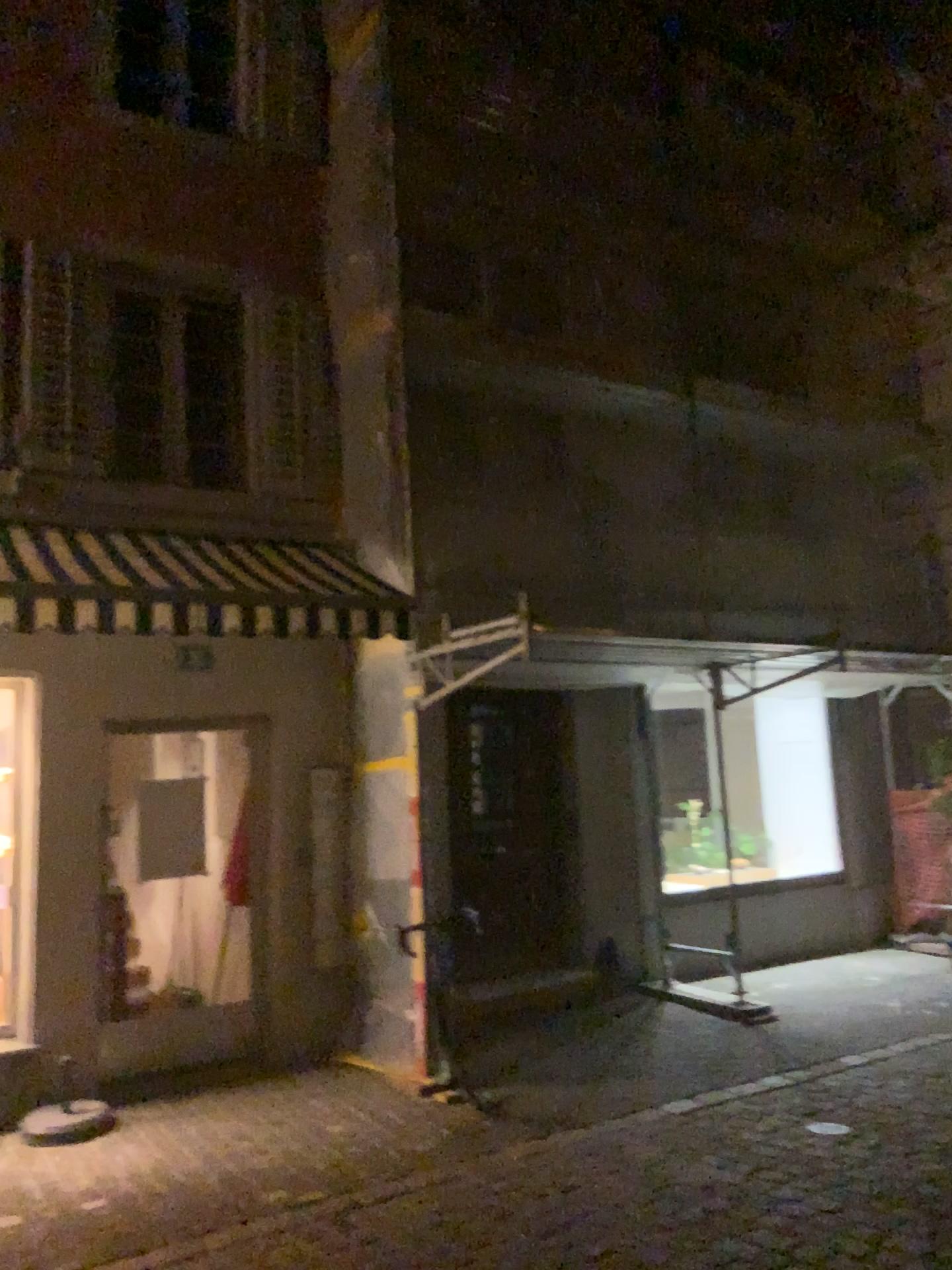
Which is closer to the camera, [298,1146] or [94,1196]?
[94,1196]
